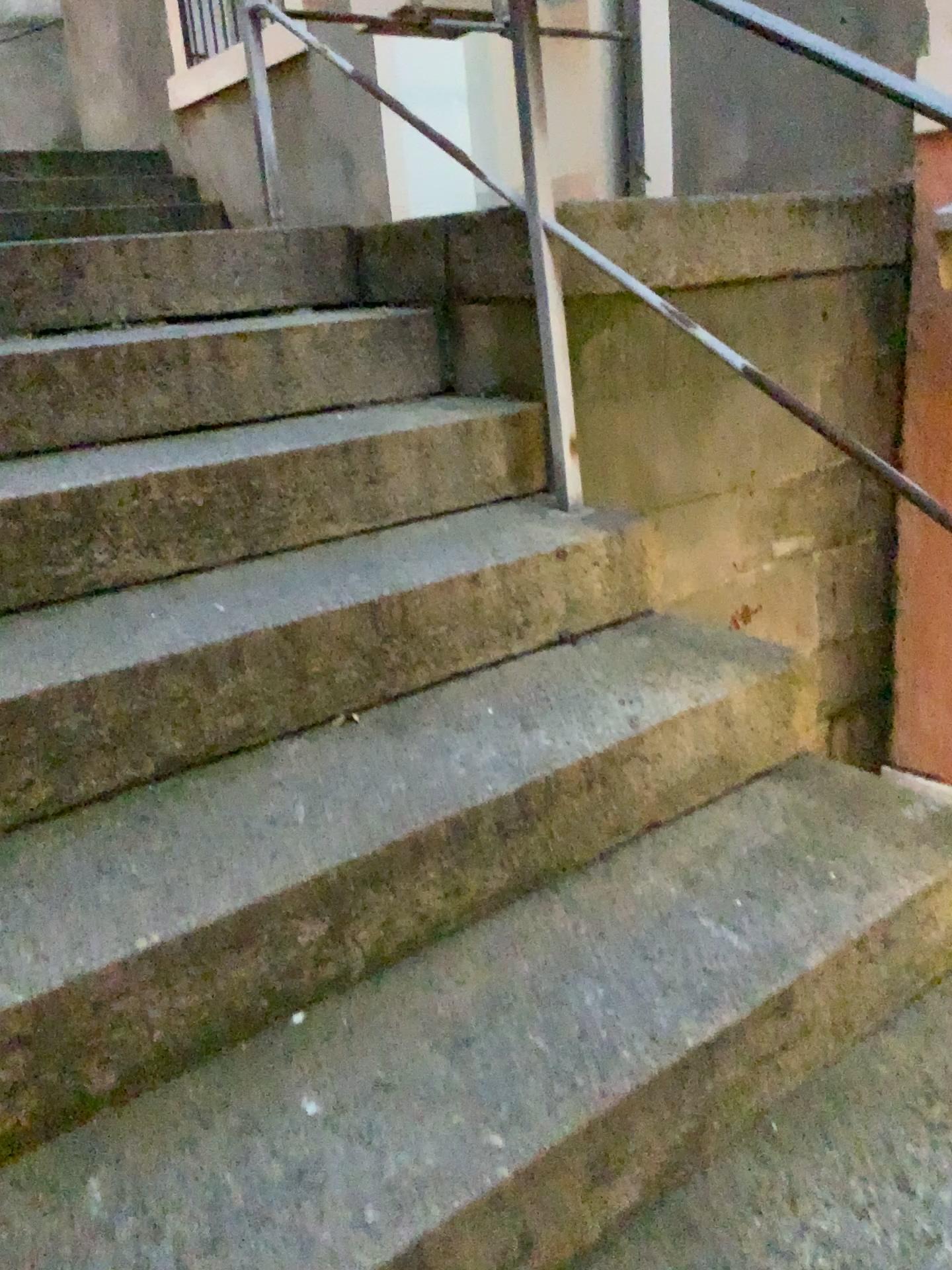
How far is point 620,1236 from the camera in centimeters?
104cm

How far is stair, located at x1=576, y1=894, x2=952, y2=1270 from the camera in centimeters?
104cm

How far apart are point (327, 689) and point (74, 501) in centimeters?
46cm
